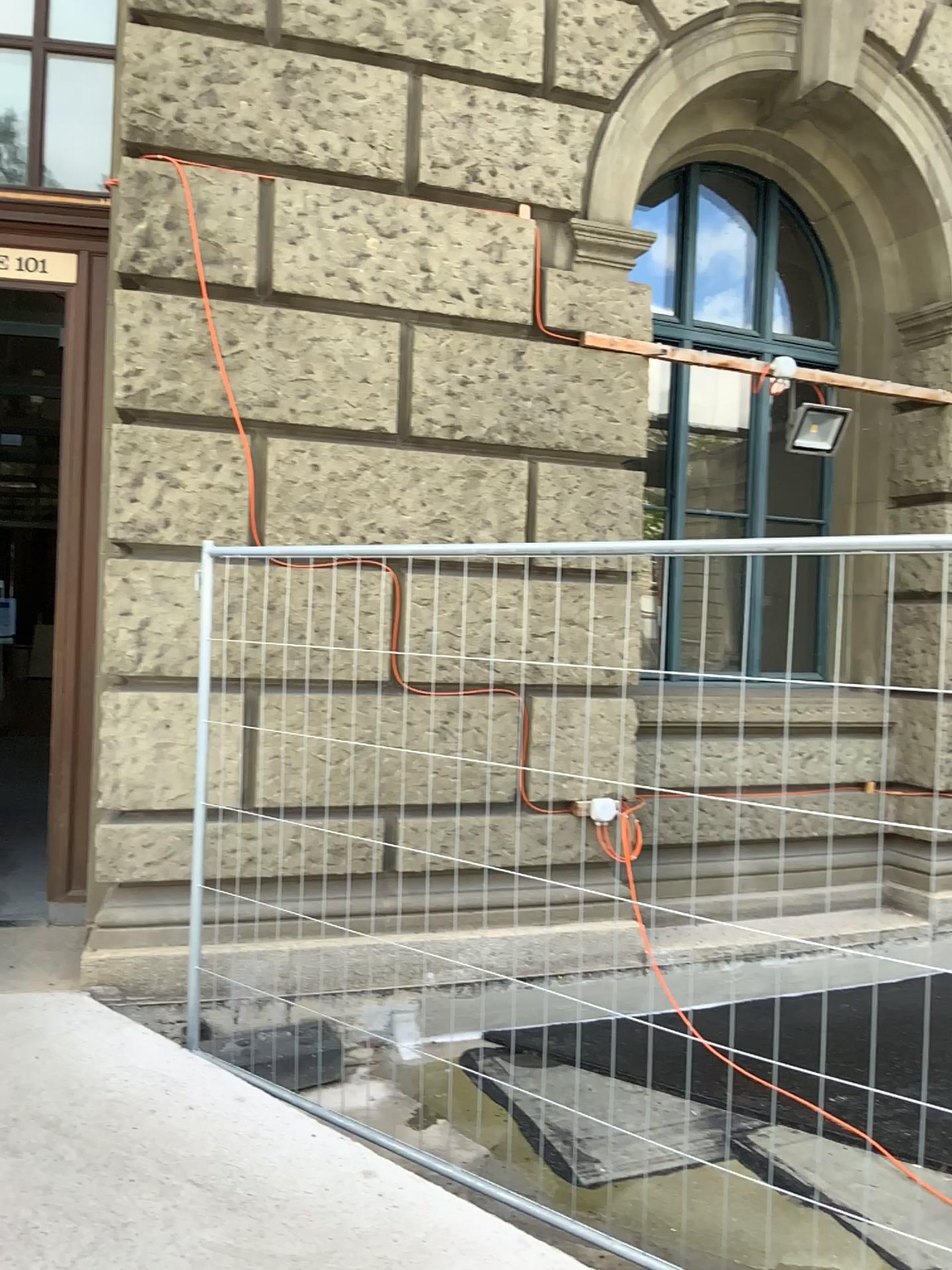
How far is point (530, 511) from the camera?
4.52m
